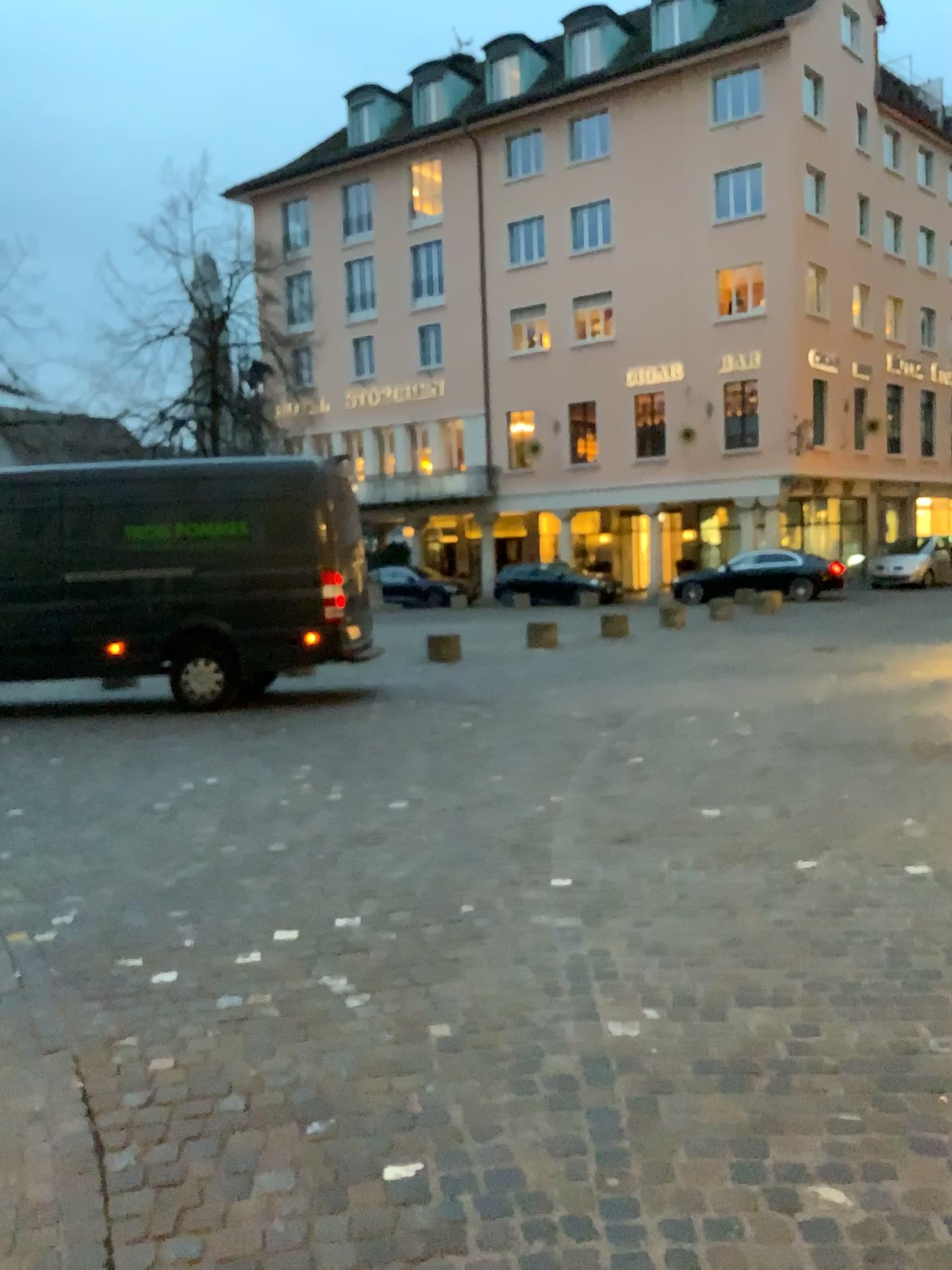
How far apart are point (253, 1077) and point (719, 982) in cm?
151
